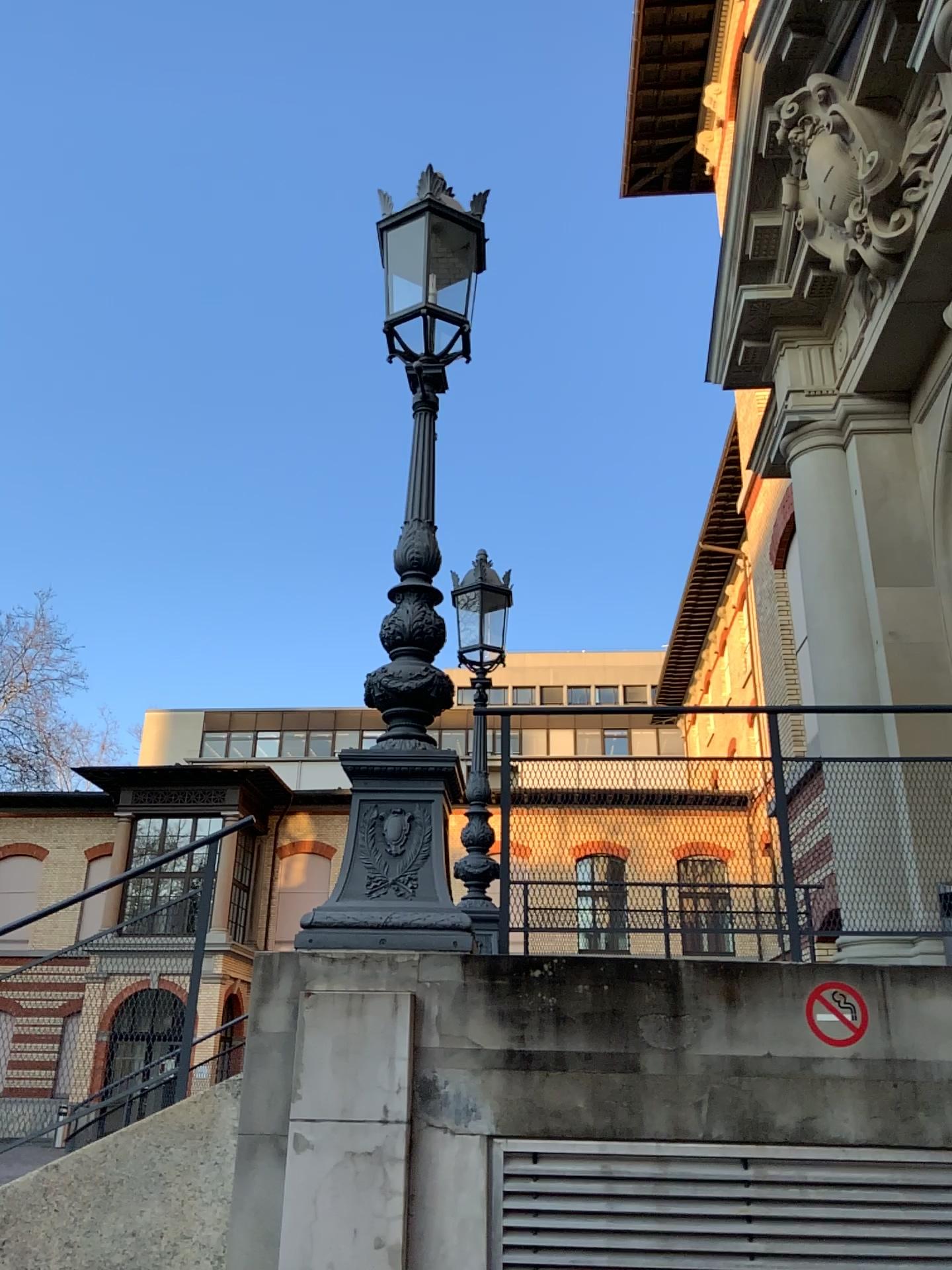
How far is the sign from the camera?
3.39m

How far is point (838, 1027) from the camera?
3.4 meters

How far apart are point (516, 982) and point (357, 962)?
0.5m
